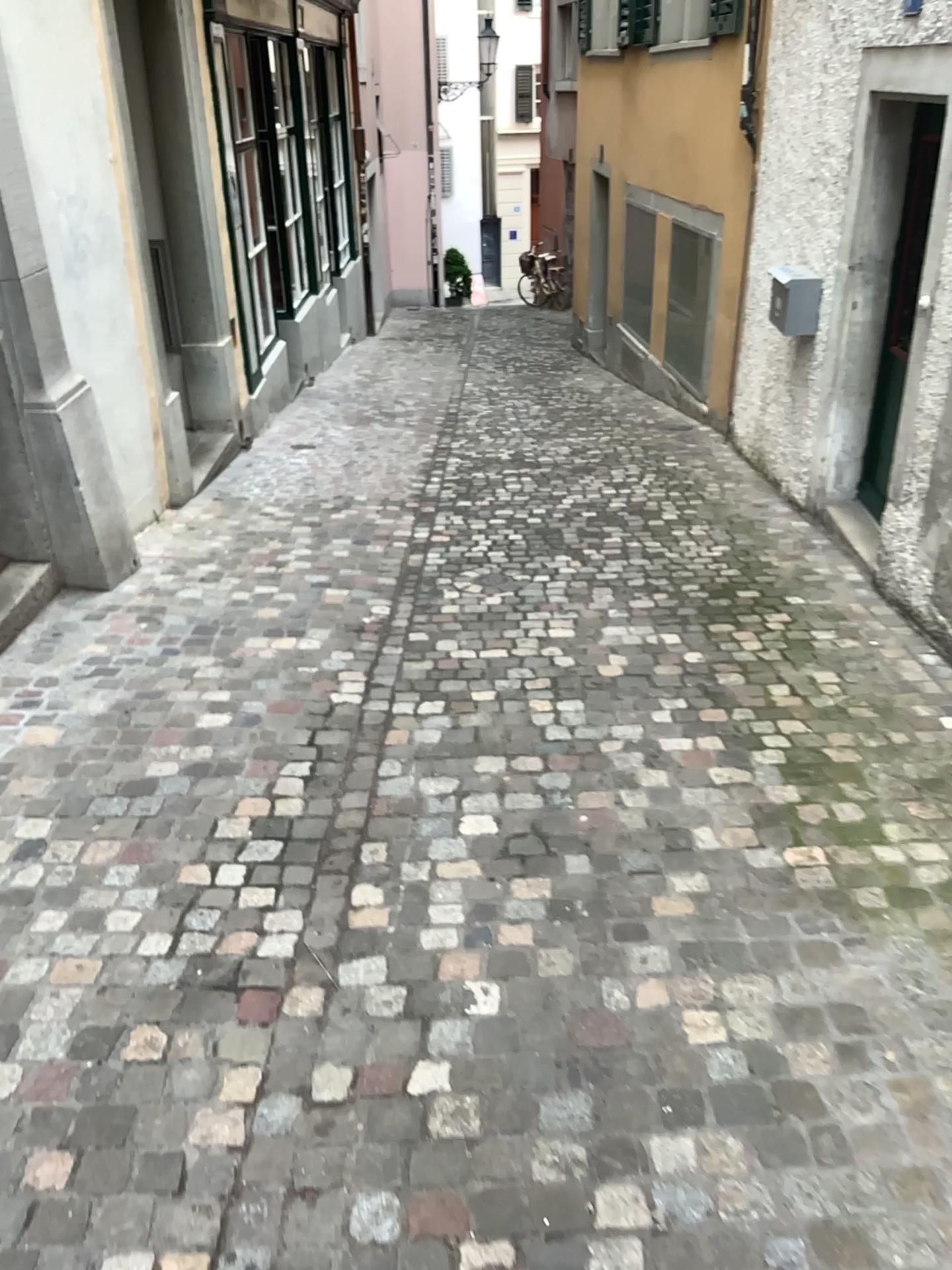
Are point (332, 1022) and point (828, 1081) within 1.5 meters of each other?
yes
